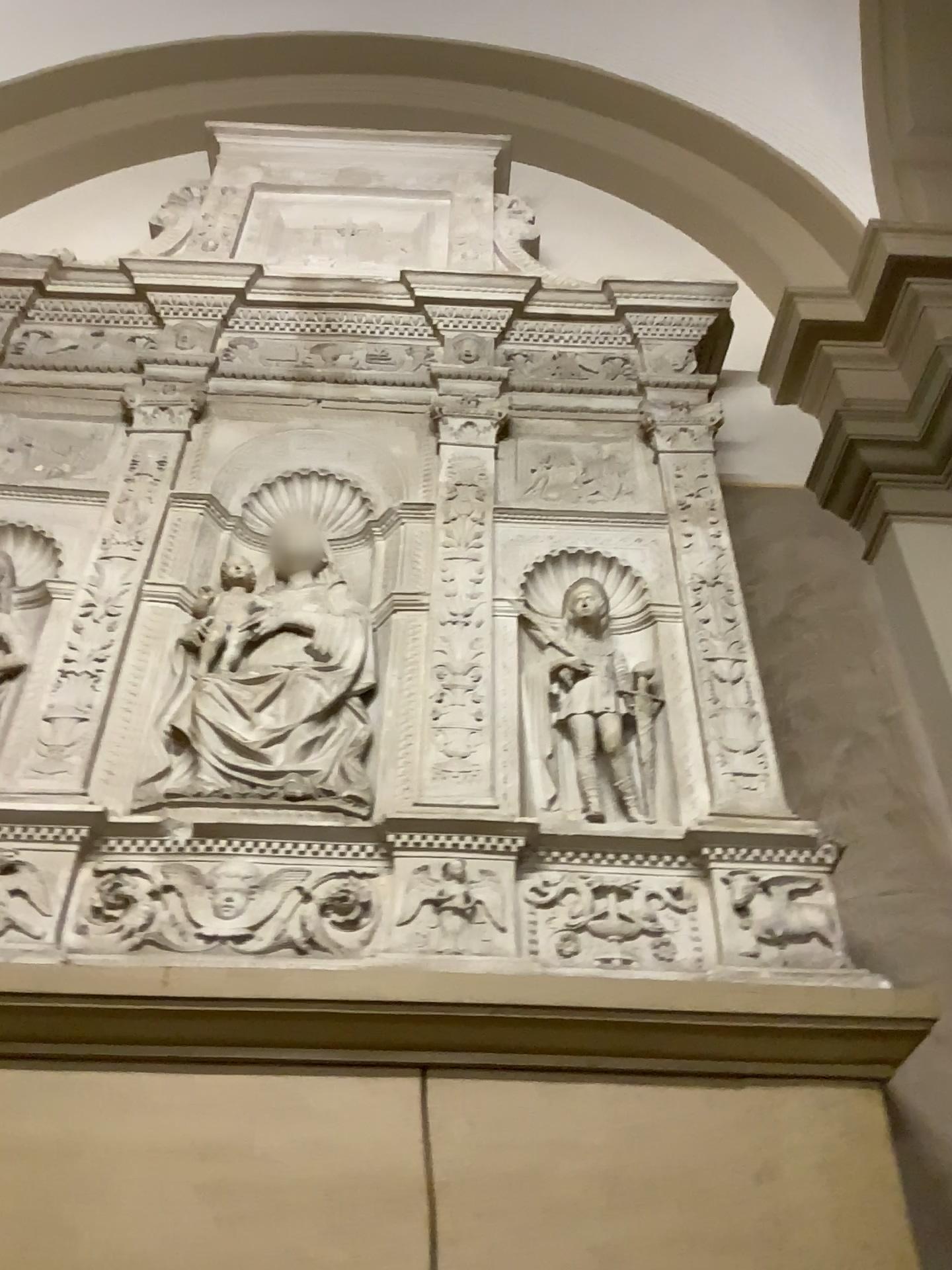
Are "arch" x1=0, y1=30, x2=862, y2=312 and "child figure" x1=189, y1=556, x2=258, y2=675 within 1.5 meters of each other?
no

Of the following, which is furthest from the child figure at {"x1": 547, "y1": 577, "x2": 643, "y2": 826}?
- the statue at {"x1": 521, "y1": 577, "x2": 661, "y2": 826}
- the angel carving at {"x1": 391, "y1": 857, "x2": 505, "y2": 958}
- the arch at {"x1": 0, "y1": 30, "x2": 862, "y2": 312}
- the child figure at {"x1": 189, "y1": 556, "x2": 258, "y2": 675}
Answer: the arch at {"x1": 0, "y1": 30, "x2": 862, "y2": 312}

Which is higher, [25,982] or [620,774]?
[620,774]

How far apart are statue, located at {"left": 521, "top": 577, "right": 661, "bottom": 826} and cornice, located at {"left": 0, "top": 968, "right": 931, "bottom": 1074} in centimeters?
47cm

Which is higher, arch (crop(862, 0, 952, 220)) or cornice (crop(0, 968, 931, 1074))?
arch (crop(862, 0, 952, 220))

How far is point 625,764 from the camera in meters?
2.2

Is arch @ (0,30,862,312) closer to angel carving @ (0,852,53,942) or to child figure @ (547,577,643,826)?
child figure @ (547,577,643,826)

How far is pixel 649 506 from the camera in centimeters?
264cm

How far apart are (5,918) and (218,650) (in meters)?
0.70

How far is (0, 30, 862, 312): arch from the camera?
3.65m
